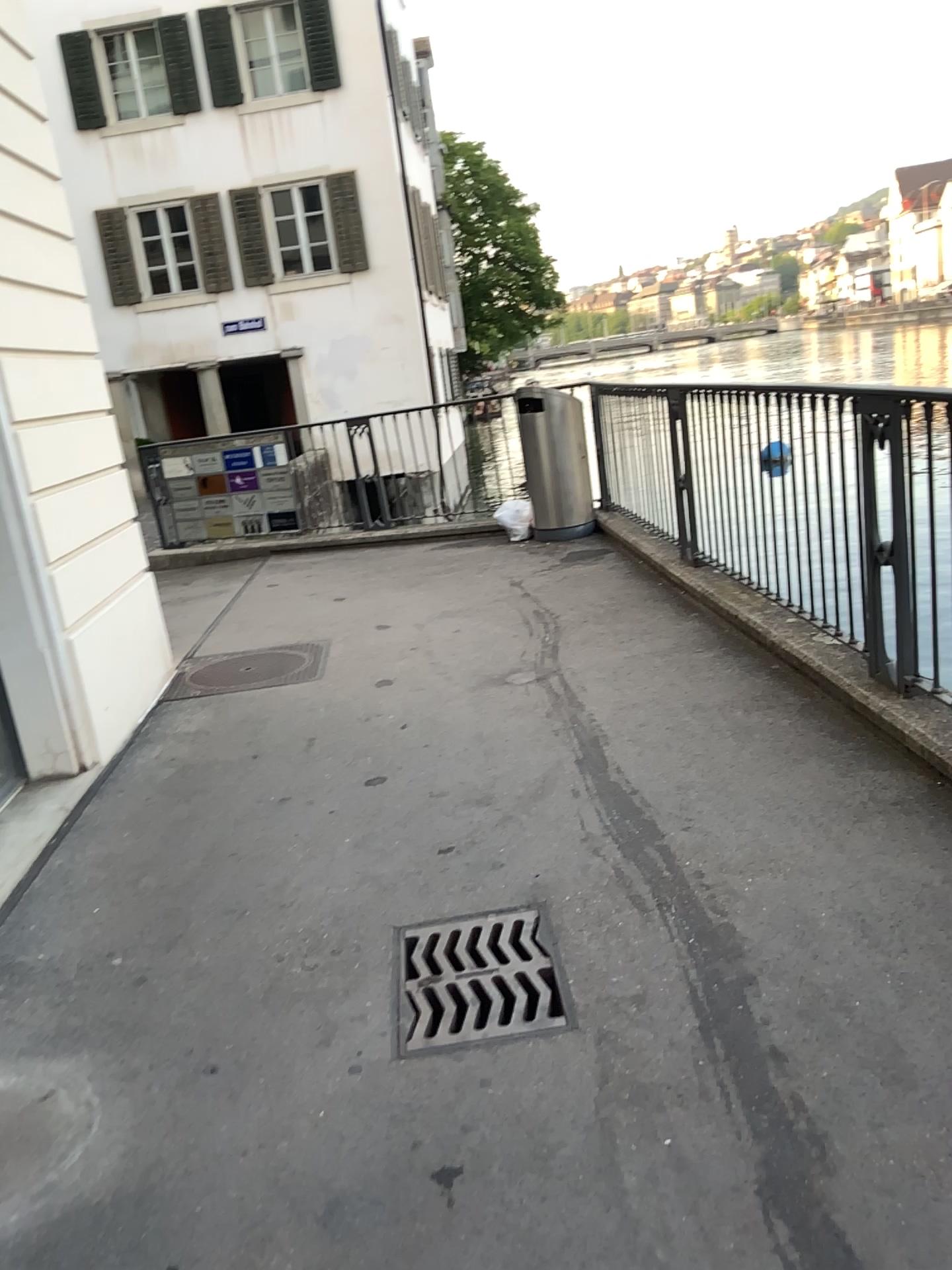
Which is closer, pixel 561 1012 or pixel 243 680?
pixel 561 1012

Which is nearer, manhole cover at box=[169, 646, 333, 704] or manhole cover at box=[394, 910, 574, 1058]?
manhole cover at box=[394, 910, 574, 1058]

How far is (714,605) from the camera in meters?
5.4 m
